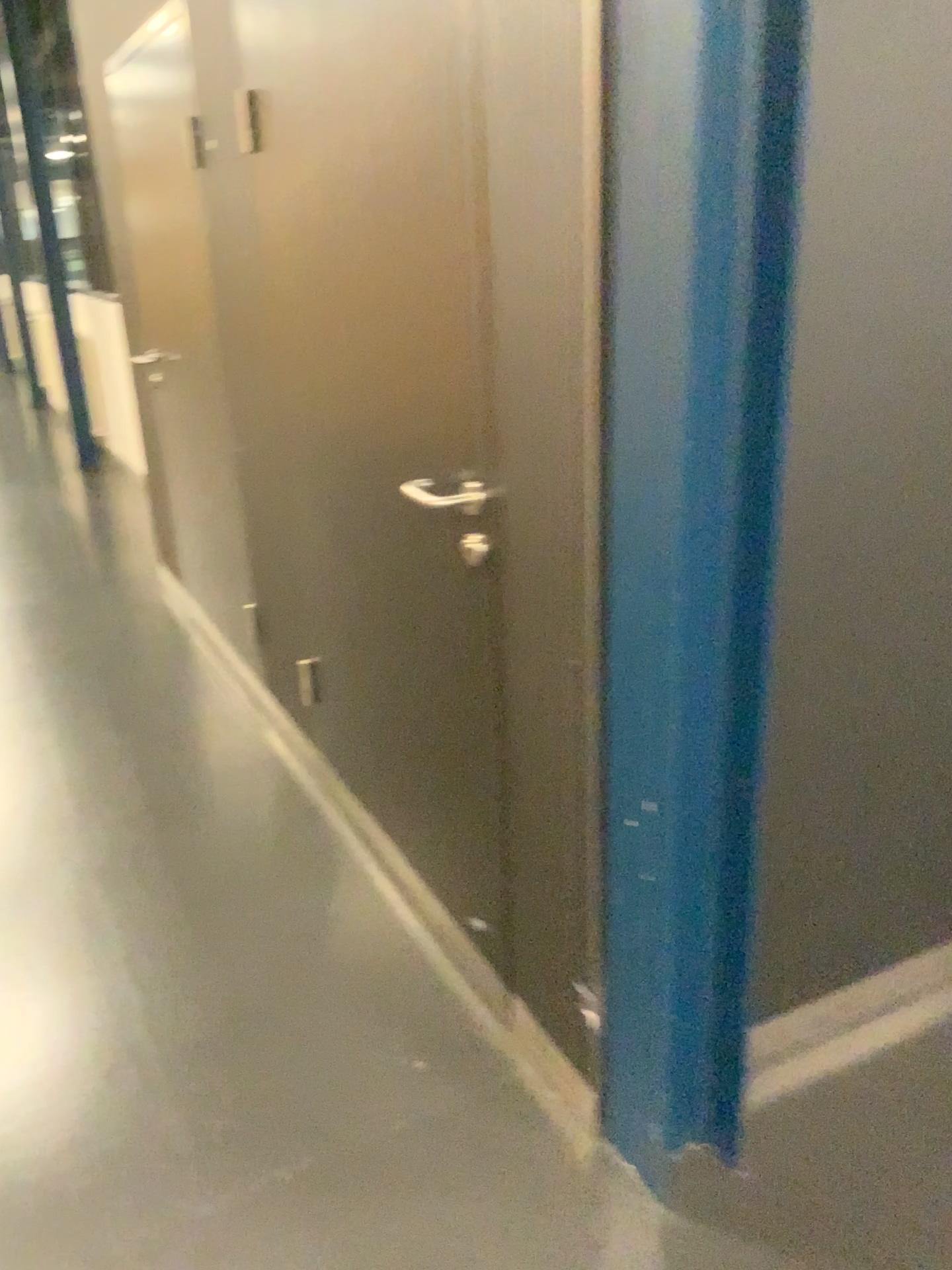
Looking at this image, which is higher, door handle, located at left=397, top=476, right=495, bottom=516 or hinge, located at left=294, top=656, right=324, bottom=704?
door handle, located at left=397, top=476, right=495, bottom=516

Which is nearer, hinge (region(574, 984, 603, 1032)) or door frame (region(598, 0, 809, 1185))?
door frame (region(598, 0, 809, 1185))

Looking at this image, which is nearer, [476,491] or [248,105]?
[476,491]

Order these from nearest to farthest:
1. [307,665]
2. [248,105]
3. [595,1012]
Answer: [595,1012]
[248,105]
[307,665]

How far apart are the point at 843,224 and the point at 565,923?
1.1 meters

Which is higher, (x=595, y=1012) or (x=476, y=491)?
(x=476, y=491)

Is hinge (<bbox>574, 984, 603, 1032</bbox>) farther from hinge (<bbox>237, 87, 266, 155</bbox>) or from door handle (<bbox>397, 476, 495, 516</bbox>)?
hinge (<bbox>237, 87, 266, 155</bbox>)

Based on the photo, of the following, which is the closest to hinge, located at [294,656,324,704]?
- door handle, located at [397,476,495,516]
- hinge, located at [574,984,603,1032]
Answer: door handle, located at [397,476,495,516]

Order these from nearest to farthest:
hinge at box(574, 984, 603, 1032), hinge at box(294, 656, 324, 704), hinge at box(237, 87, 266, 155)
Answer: hinge at box(574, 984, 603, 1032), hinge at box(237, 87, 266, 155), hinge at box(294, 656, 324, 704)

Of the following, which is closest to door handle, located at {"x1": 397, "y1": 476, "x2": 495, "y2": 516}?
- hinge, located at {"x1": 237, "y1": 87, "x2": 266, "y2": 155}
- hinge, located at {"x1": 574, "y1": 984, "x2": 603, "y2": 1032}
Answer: hinge, located at {"x1": 574, "y1": 984, "x2": 603, "y2": 1032}
